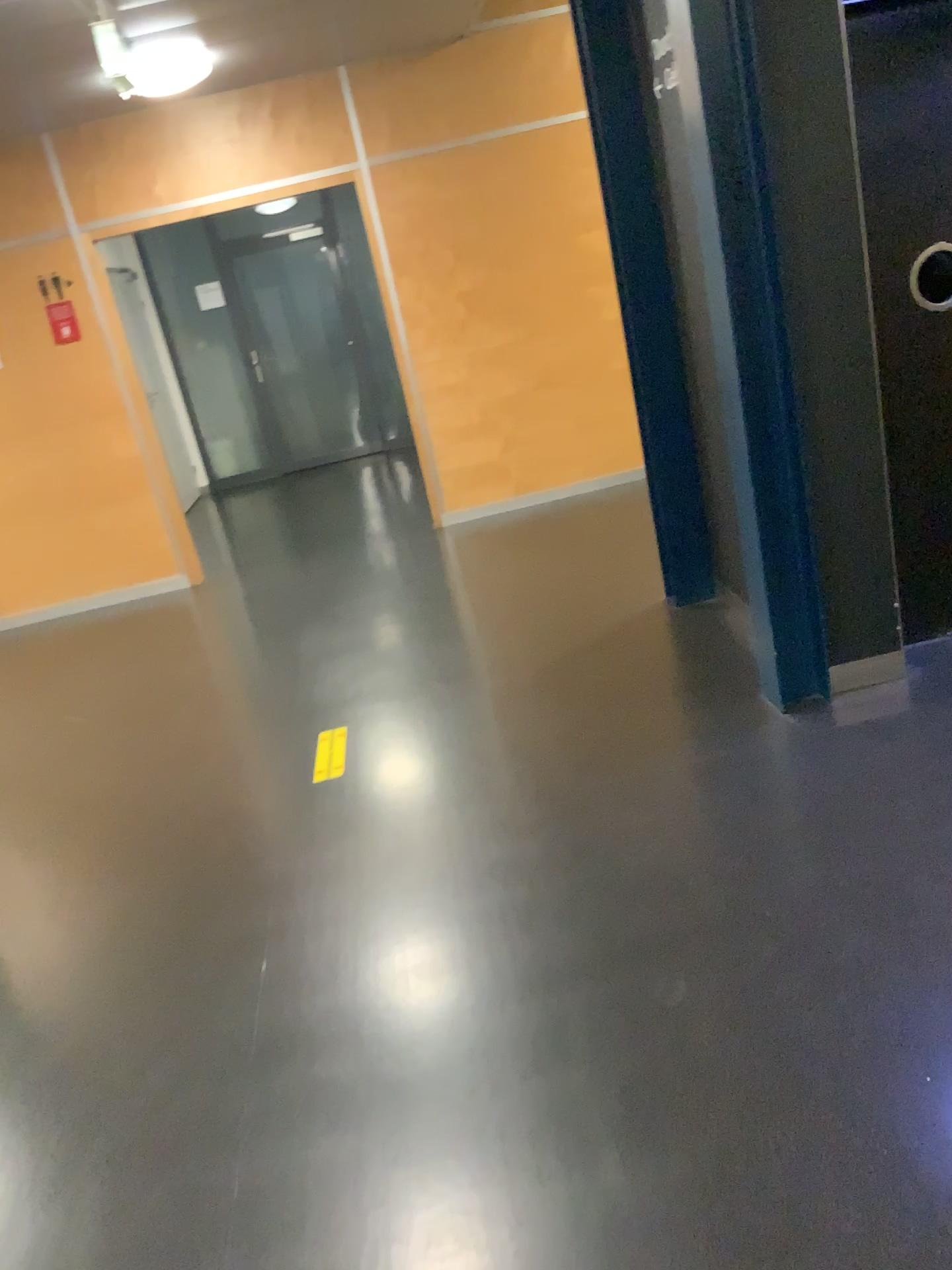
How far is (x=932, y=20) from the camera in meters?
2.9

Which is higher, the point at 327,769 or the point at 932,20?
the point at 932,20

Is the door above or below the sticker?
above

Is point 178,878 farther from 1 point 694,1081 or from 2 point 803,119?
2 point 803,119

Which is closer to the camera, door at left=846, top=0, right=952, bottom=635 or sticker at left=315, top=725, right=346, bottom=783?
door at left=846, top=0, right=952, bottom=635

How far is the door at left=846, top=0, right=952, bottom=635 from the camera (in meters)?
2.87

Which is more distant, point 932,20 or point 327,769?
point 327,769
